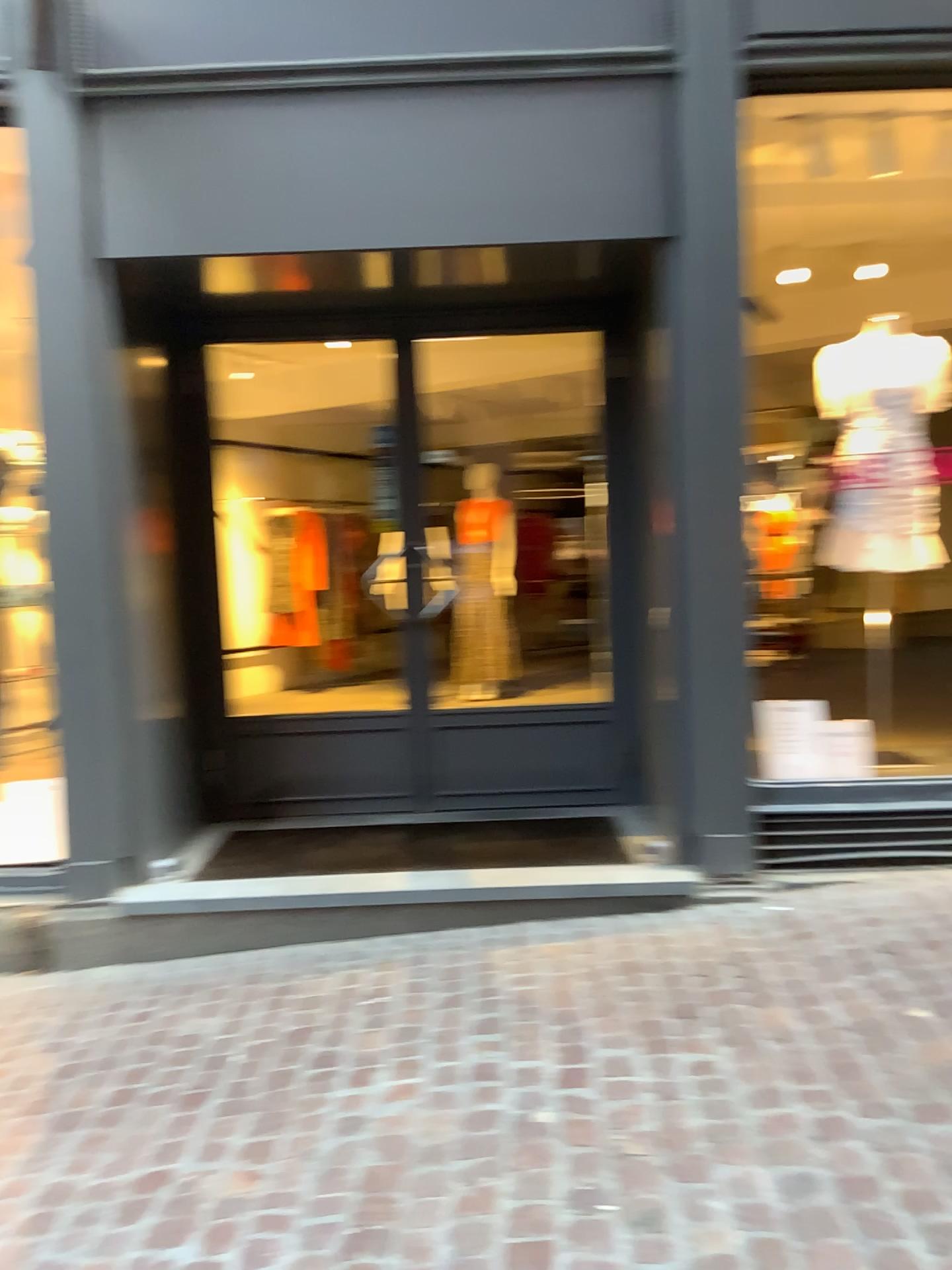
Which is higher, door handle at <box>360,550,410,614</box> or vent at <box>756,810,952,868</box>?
door handle at <box>360,550,410,614</box>

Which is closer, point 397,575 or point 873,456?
point 873,456

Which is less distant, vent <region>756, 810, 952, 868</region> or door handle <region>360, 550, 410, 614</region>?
vent <region>756, 810, 952, 868</region>

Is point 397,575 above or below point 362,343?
below

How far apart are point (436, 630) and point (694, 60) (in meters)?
2.43

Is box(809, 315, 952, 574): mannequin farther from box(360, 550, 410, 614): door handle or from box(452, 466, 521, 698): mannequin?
box(360, 550, 410, 614): door handle

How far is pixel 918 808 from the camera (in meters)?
3.81

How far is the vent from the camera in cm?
381

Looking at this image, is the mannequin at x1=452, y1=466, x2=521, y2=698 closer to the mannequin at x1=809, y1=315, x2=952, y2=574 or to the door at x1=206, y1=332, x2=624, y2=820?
the door at x1=206, y1=332, x2=624, y2=820

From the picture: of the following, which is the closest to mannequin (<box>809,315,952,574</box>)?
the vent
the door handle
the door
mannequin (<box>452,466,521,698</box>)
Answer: the vent
